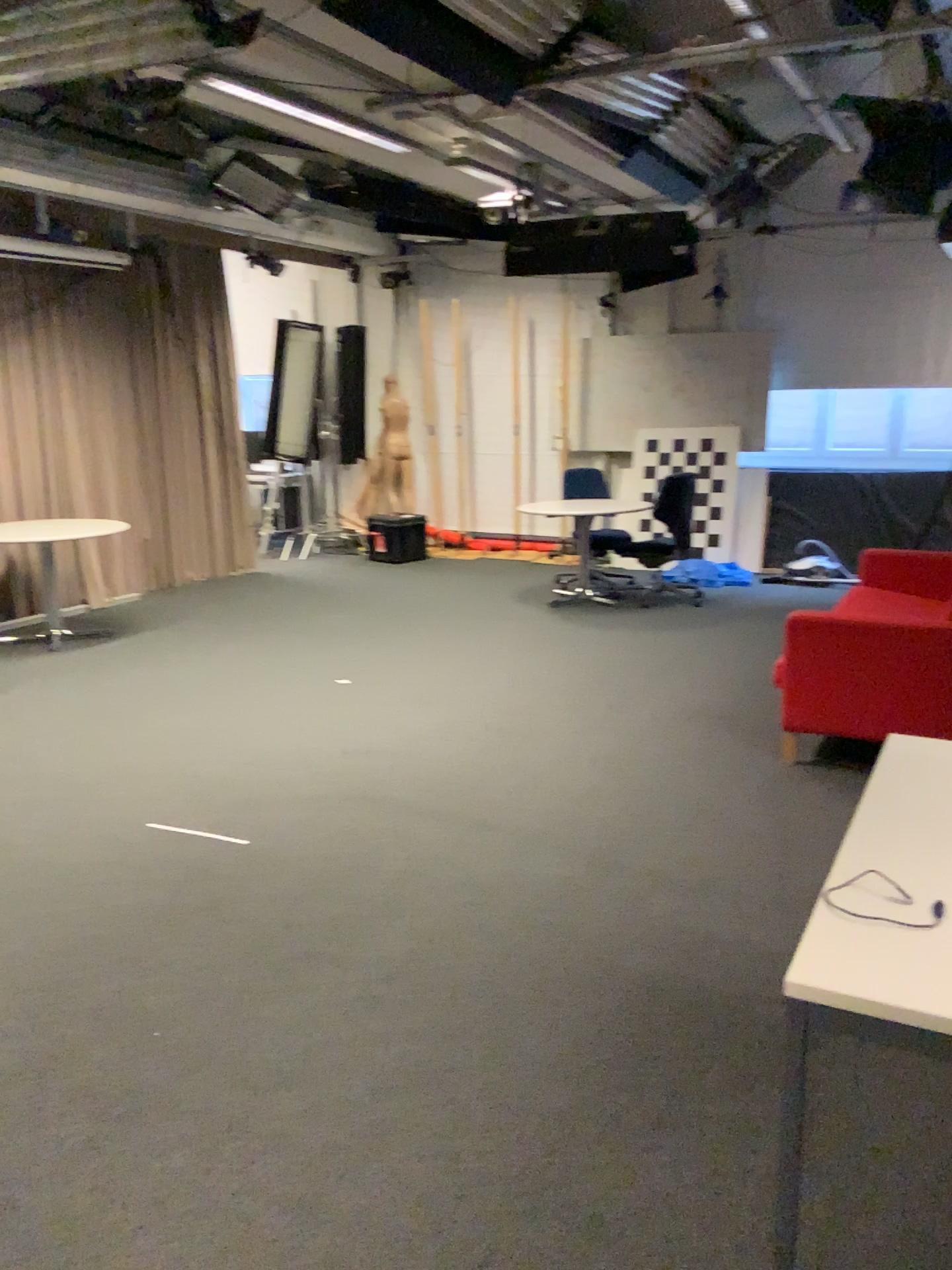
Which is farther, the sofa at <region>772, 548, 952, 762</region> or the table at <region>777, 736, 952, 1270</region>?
the sofa at <region>772, 548, 952, 762</region>

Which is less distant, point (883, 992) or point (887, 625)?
point (883, 992)

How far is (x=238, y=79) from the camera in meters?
4.1

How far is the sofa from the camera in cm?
417

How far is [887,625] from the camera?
4.2m
